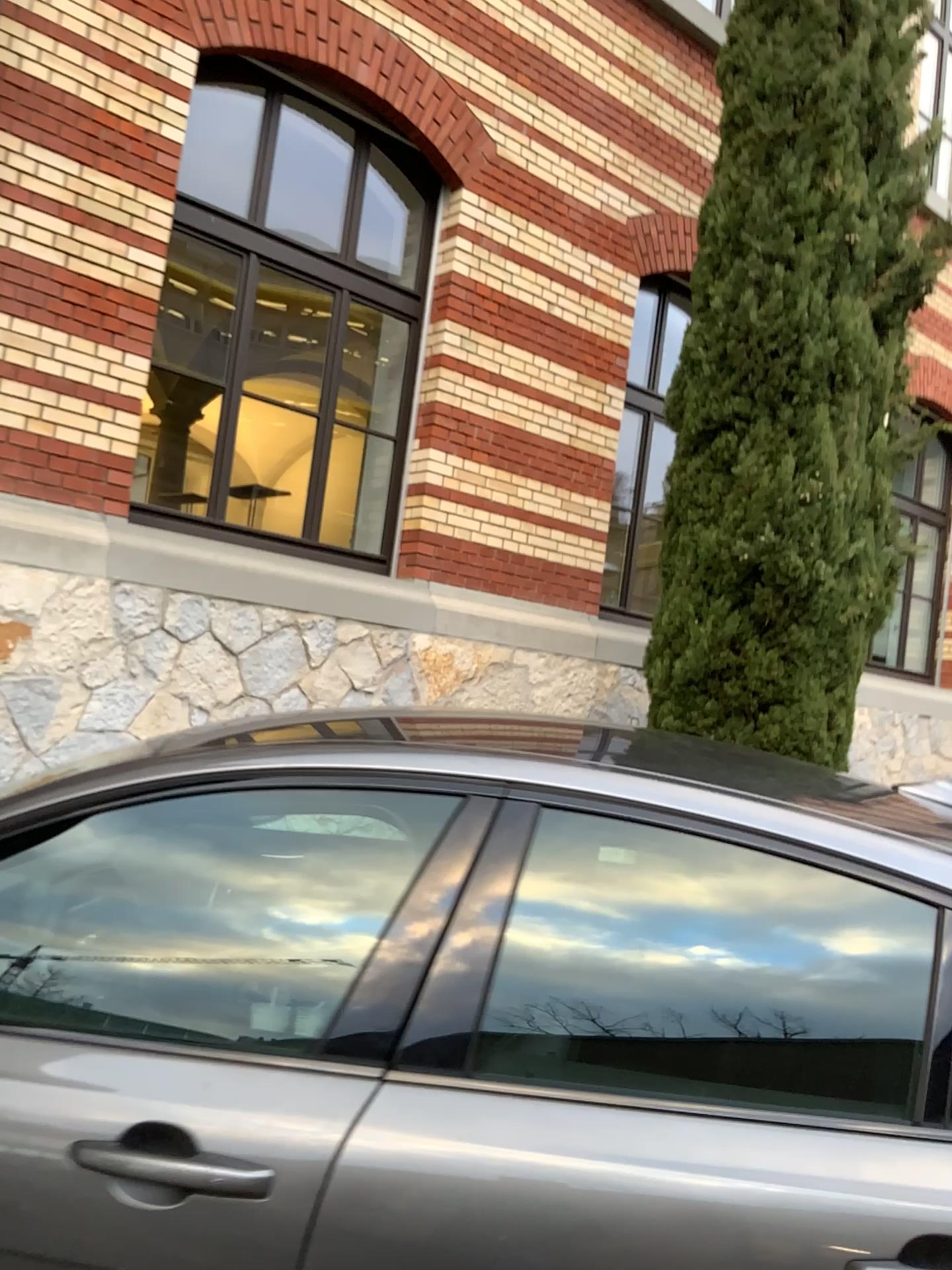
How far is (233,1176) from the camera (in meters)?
1.27

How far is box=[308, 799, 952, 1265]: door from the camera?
1.22m

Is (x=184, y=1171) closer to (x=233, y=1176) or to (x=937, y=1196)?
(x=233, y=1176)

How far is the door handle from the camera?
1.3m

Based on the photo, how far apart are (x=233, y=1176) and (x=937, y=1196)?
0.82m

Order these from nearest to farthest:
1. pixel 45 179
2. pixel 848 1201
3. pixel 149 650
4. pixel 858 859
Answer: pixel 848 1201 < pixel 858 859 < pixel 45 179 < pixel 149 650
